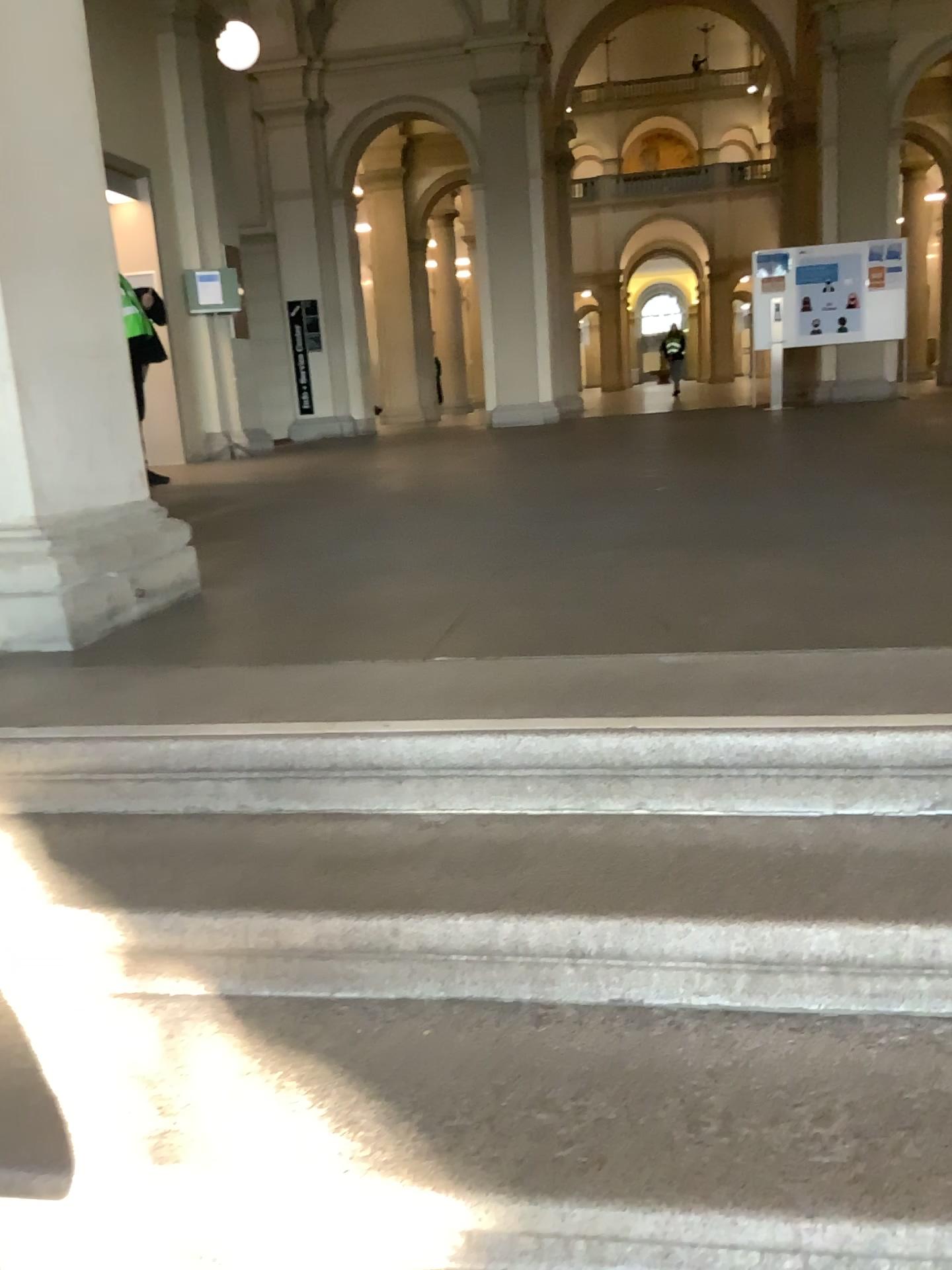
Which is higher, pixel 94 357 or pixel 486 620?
pixel 94 357

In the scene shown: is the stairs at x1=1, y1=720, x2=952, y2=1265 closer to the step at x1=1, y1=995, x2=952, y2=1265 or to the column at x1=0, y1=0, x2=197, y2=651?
the step at x1=1, y1=995, x2=952, y2=1265

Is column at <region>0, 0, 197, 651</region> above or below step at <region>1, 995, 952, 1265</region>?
above

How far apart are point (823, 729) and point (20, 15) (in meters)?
2.32

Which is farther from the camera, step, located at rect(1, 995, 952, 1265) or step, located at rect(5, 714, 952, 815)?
step, located at rect(5, 714, 952, 815)

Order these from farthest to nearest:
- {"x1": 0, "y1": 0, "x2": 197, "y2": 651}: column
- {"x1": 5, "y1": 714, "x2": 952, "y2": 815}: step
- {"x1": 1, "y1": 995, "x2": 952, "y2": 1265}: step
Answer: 1. {"x1": 0, "y1": 0, "x2": 197, "y2": 651}: column
2. {"x1": 5, "y1": 714, "x2": 952, "y2": 815}: step
3. {"x1": 1, "y1": 995, "x2": 952, "y2": 1265}: step

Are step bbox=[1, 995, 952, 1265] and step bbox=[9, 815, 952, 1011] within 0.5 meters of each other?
yes

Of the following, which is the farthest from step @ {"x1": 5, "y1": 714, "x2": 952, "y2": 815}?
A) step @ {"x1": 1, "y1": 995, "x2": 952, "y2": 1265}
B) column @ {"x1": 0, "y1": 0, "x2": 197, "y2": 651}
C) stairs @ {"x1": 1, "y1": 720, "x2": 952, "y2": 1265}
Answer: column @ {"x1": 0, "y1": 0, "x2": 197, "y2": 651}

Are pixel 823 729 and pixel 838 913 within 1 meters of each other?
yes

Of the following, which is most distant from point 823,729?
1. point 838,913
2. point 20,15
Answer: point 20,15
